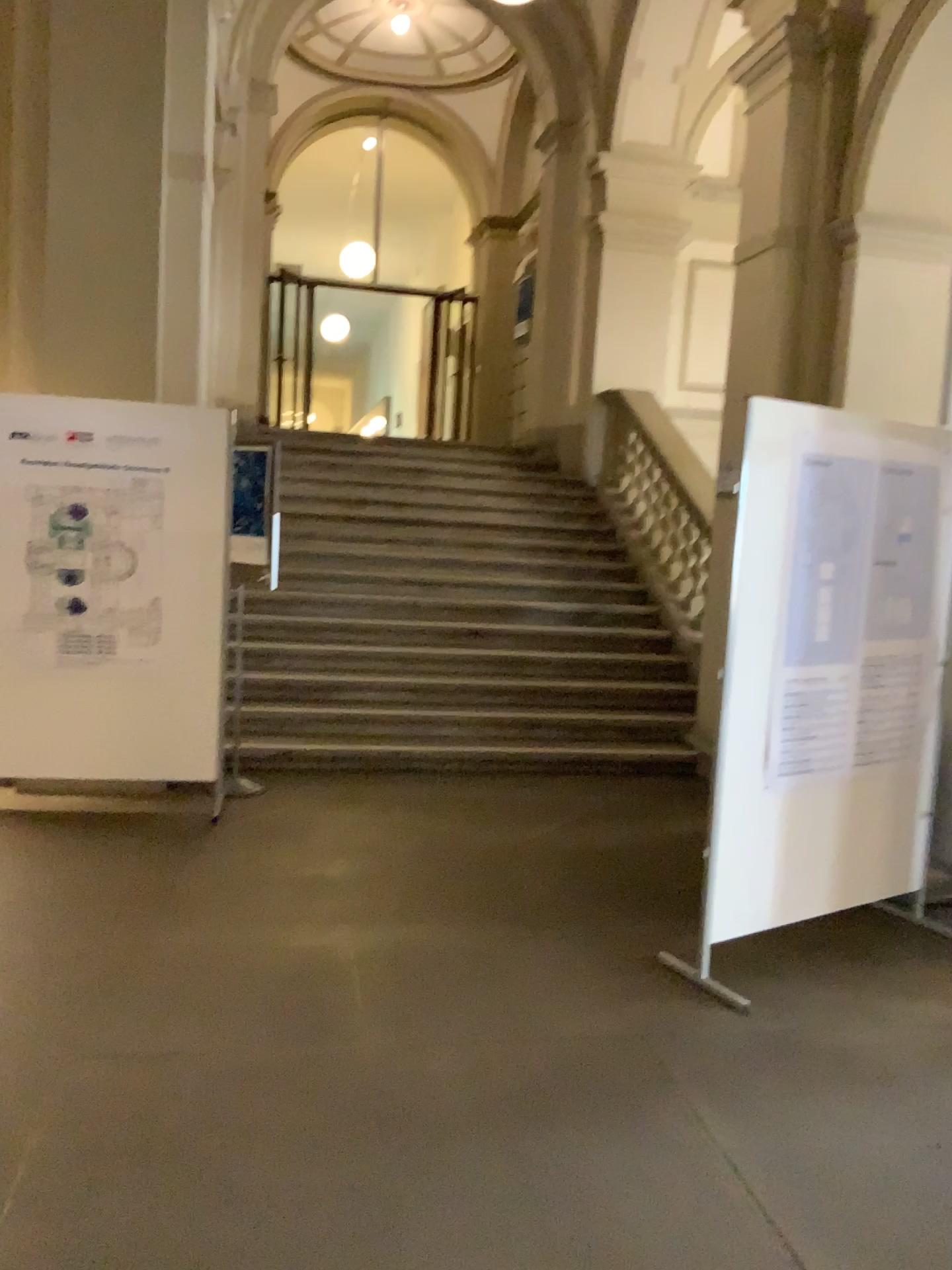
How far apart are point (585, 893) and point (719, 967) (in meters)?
0.78
